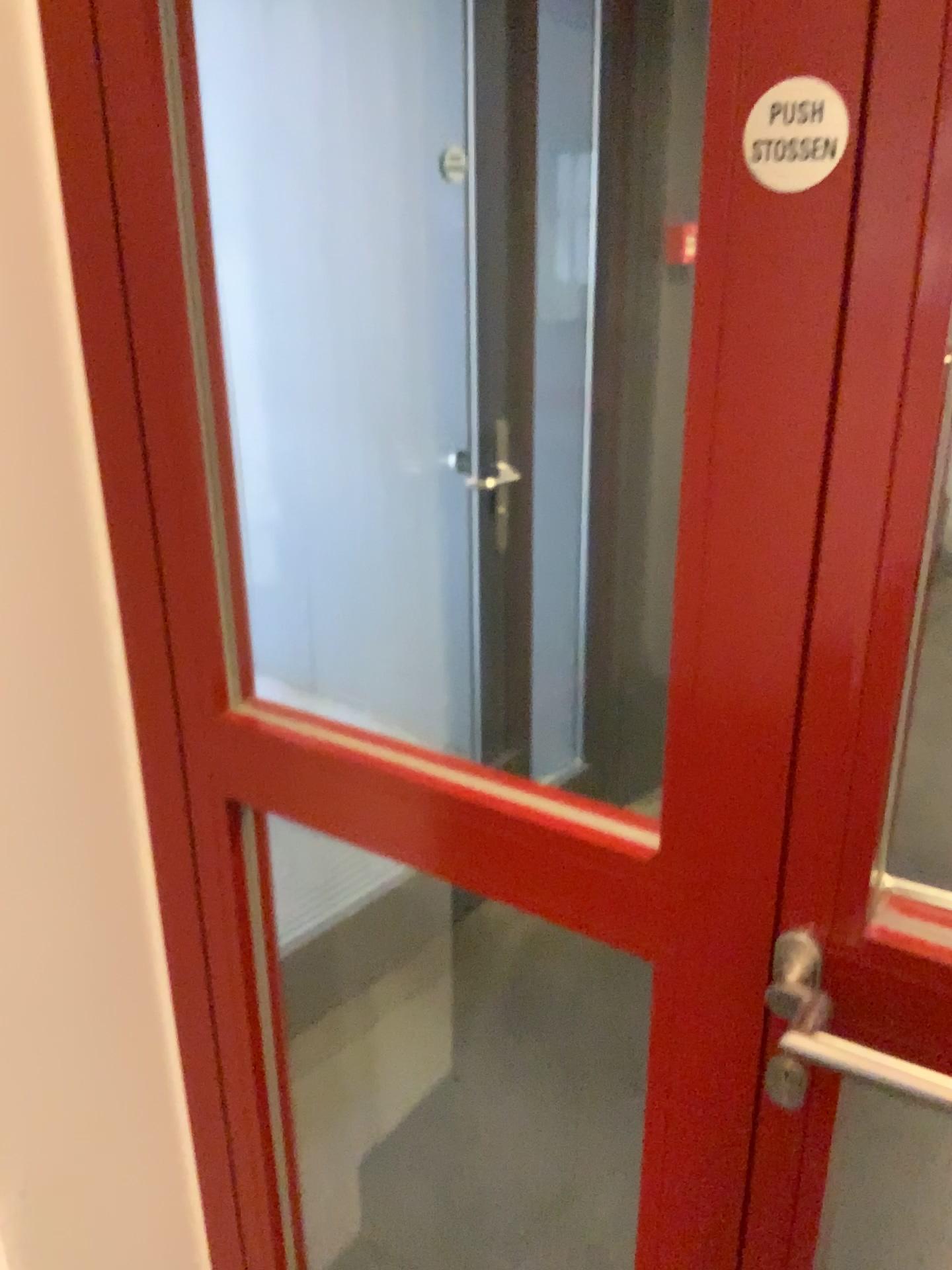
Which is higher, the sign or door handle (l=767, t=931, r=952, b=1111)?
the sign

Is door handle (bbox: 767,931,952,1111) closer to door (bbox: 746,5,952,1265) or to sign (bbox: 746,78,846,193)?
door (bbox: 746,5,952,1265)

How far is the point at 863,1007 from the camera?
0.8 meters

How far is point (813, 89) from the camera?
0.6m

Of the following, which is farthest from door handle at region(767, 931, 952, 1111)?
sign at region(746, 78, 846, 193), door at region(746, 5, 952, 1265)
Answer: sign at region(746, 78, 846, 193)

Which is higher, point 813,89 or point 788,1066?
point 813,89

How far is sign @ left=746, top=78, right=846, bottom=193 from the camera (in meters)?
0.59

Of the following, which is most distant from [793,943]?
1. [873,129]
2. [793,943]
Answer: [873,129]

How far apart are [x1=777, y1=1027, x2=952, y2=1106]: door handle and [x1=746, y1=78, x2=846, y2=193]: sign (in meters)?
0.57

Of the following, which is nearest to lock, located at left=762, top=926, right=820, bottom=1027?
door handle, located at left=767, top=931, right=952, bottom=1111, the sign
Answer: door handle, located at left=767, top=931, right=952, bottom=1111
